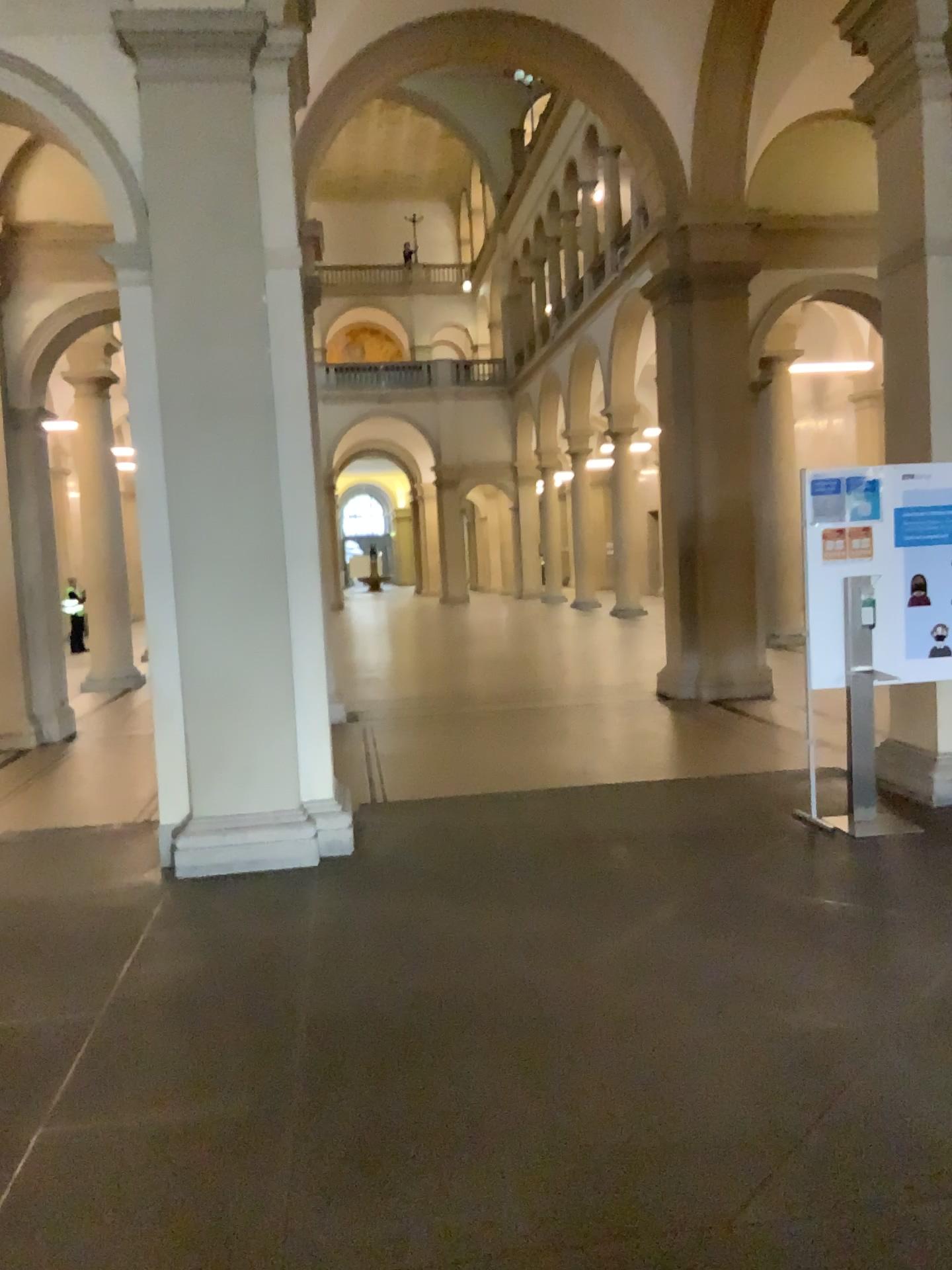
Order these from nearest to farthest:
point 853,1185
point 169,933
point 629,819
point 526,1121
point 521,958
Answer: point 853,1185
point 526,1121
point 521,958
point 169,933
point 629,819
